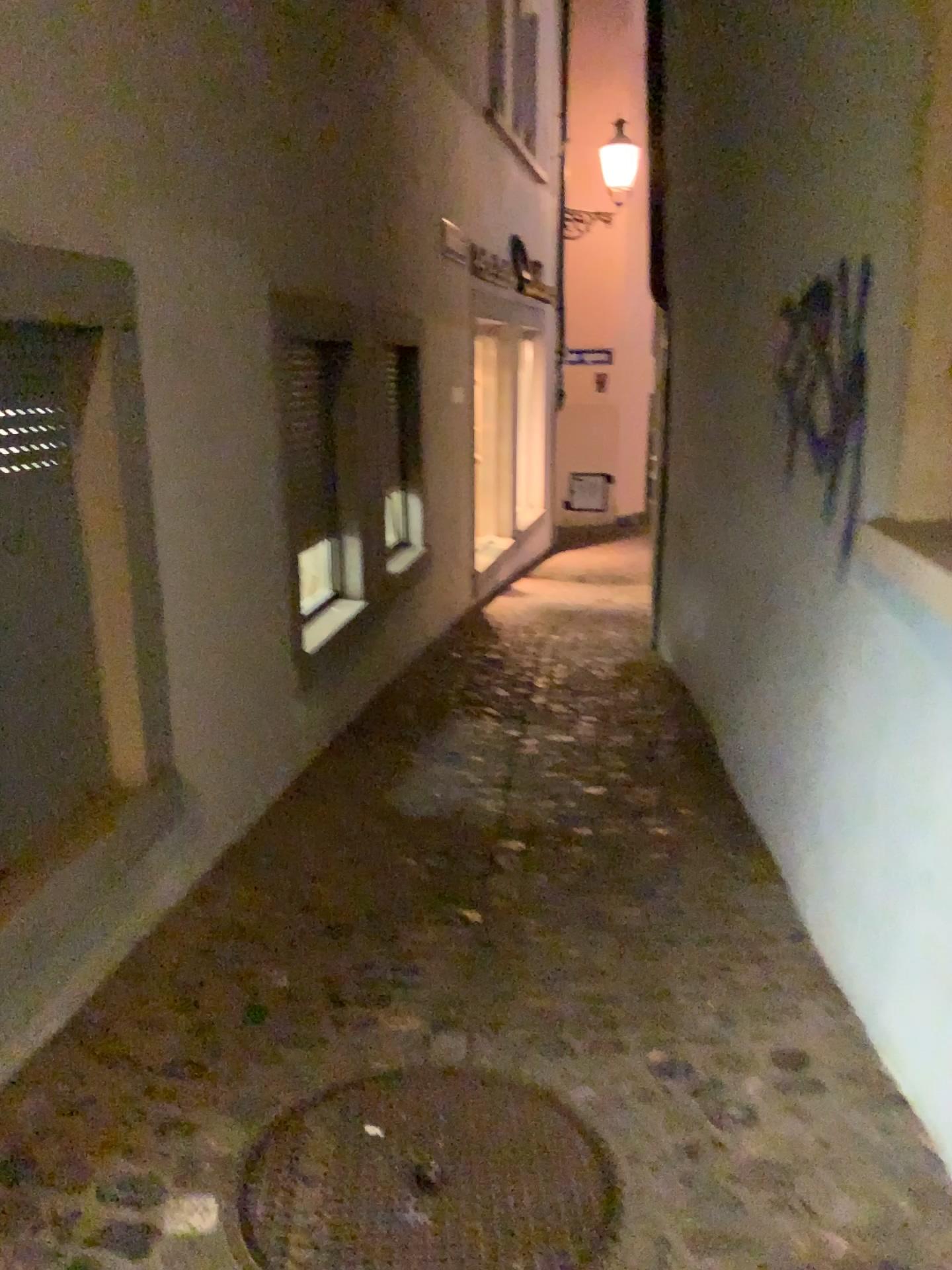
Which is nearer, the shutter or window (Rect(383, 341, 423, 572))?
the shutter

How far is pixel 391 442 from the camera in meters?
5.1

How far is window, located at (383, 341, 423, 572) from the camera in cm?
511

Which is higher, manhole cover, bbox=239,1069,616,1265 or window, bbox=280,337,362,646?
window, bbox=280,337,362,646

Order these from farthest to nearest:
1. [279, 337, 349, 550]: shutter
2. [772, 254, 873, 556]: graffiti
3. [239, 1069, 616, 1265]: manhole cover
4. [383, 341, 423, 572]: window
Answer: [383, 341, 423, 572]: window < [279, 337, 349, 550]: shutter < [772, 254, 873, 556]: graffiti < [239, 1069, 616, 1265]: manhole cover

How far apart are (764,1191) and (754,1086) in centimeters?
31cm

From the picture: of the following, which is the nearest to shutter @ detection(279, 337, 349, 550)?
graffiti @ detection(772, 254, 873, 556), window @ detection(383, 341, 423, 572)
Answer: window @ detection(383, 341, 423, 572)

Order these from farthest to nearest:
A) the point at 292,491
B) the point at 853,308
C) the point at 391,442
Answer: the point at 391,442 < the point at 292,491 < the point at 853,308

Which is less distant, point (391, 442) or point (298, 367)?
point (298, 367)

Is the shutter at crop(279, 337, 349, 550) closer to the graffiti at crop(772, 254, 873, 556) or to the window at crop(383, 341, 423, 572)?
the window at crop(383, 341, 423, 572)
